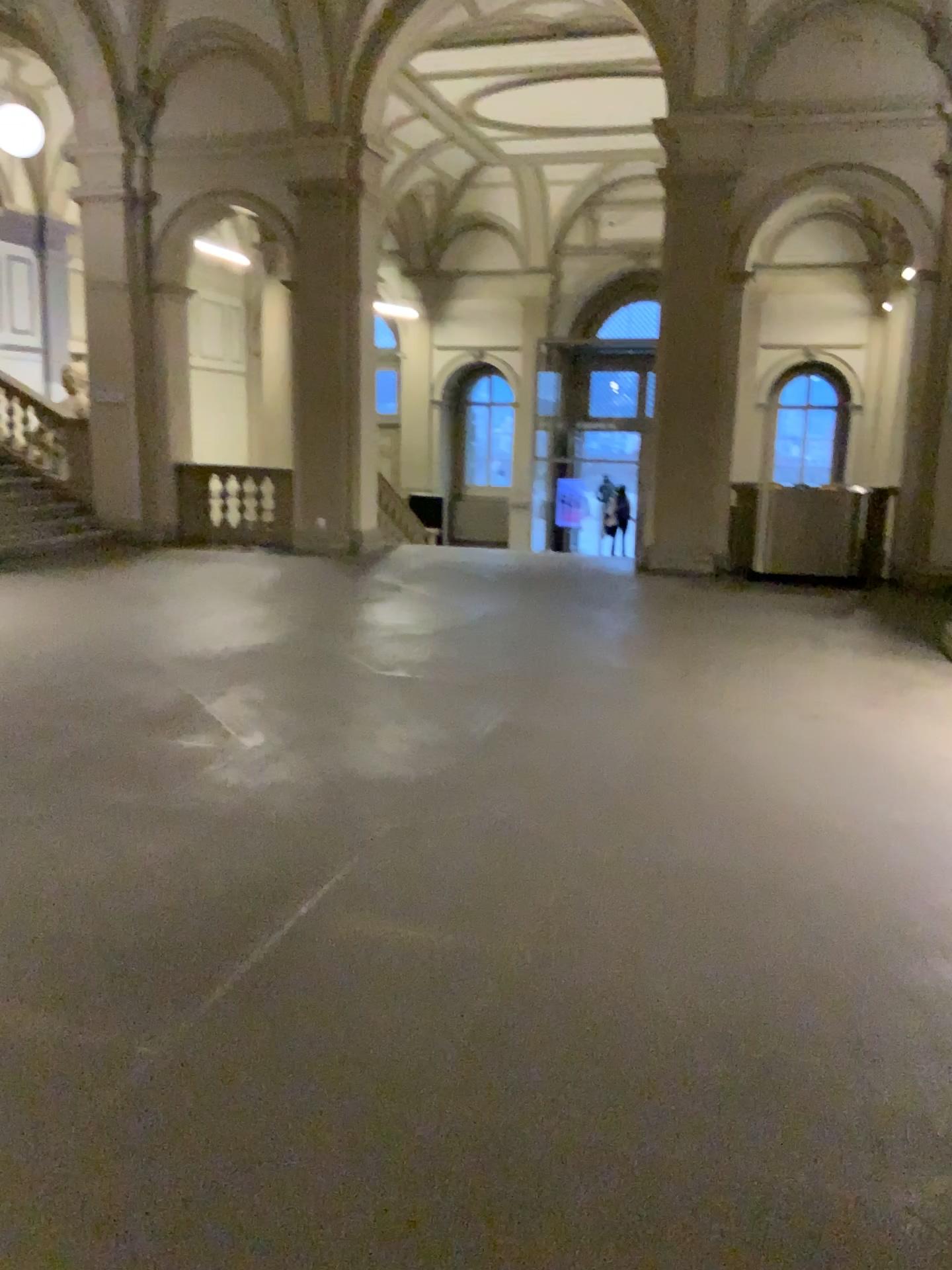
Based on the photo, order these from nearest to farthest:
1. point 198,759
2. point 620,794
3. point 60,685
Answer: point 620,794 < point 198,759 < point 60,685
